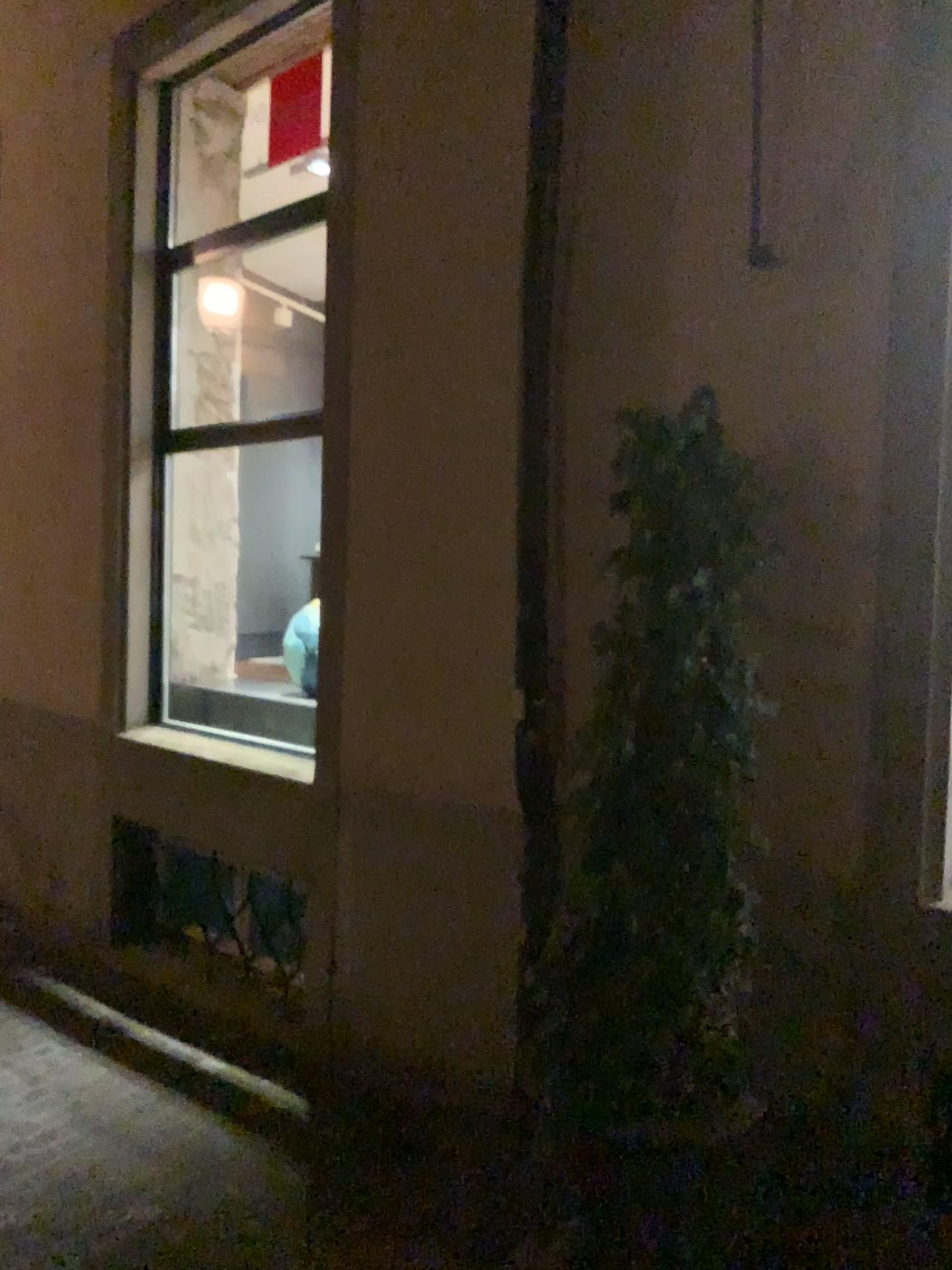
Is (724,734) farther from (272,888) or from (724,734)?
(272,888)

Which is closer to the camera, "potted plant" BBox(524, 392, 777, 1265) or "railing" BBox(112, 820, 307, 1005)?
"potted plant" BBox(524, 392, 777, 1265)

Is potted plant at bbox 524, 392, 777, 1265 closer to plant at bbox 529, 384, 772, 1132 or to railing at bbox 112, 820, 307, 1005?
plant at bbox 529, 384, 772, 1132

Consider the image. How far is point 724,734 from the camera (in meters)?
2.47

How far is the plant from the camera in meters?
2.5

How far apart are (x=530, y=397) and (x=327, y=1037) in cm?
243

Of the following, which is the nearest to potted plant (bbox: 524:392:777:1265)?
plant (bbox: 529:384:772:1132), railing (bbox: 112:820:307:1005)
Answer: plant (bbox: 529:384:772:1132)

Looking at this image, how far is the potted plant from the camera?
2.5m

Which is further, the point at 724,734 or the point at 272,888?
the point at 272,888

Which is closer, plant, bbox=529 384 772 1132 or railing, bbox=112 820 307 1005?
plant, bbox=529 384 772 1132
